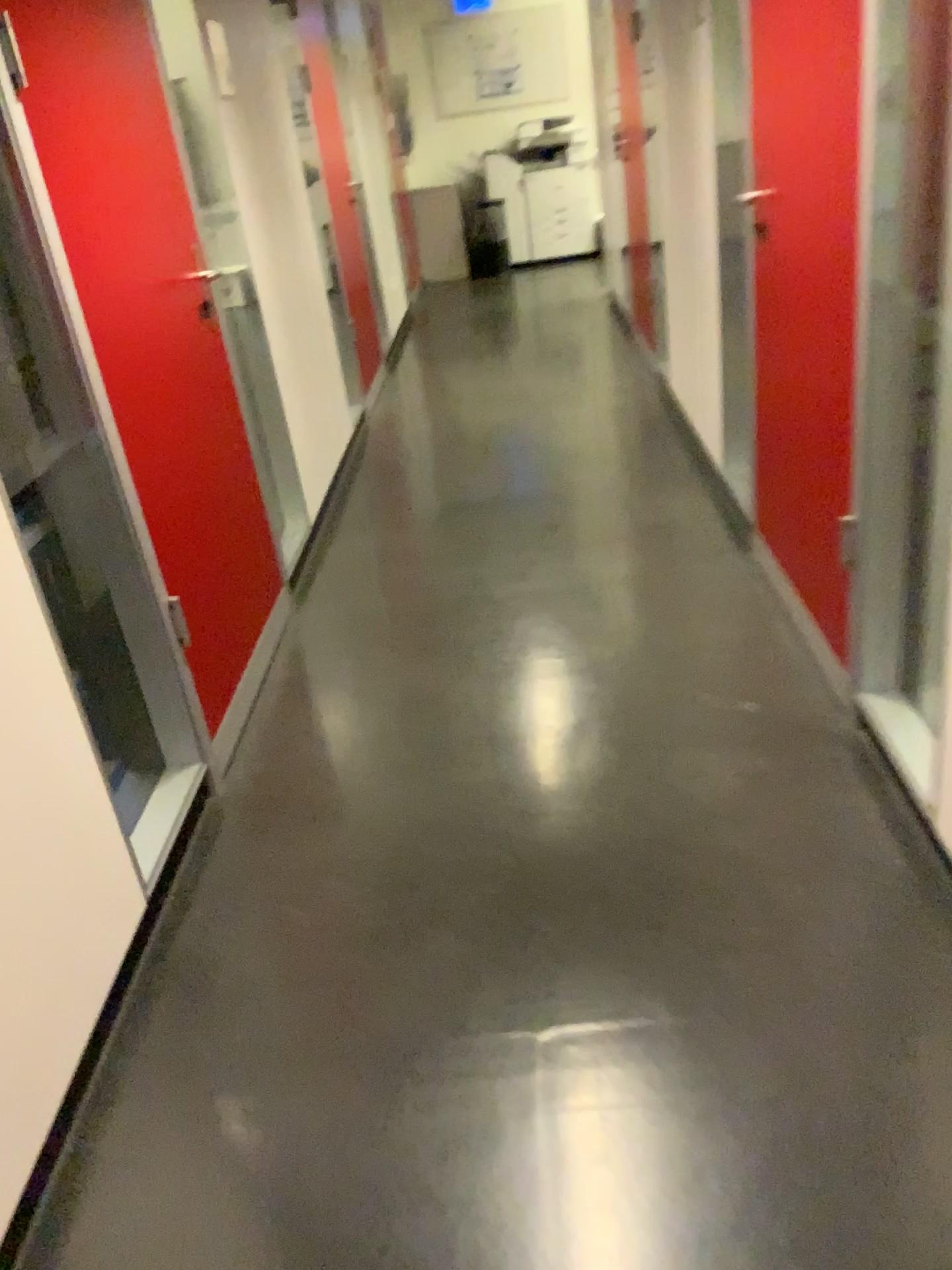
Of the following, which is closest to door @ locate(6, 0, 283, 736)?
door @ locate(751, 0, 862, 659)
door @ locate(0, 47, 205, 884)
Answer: door @ locate(0, 47, 205, 884)

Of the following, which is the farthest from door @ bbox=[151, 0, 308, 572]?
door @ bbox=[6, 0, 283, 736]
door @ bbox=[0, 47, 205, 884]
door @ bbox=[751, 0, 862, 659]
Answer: door @ bbox=[751, 0, 862, 659]

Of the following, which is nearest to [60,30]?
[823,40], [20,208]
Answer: [20,208]

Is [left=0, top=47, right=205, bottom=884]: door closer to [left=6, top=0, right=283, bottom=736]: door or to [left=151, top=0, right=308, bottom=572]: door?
[left=6, top=0, right=283, bottom=736]: door

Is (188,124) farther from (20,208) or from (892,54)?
(892,54)

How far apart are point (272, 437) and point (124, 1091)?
2.2m

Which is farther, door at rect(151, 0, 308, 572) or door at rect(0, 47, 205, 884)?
door at rect(151, 0, 308, 572)

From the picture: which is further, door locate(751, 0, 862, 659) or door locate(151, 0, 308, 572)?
A: door locate(151, 0, 308, 572)

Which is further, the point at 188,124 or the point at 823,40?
the point at 188,124

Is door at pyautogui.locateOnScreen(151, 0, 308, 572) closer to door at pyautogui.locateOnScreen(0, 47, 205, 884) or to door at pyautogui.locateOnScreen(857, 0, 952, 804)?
door at pyautogui.locateOnScreen(0, 47, 205, 884)
